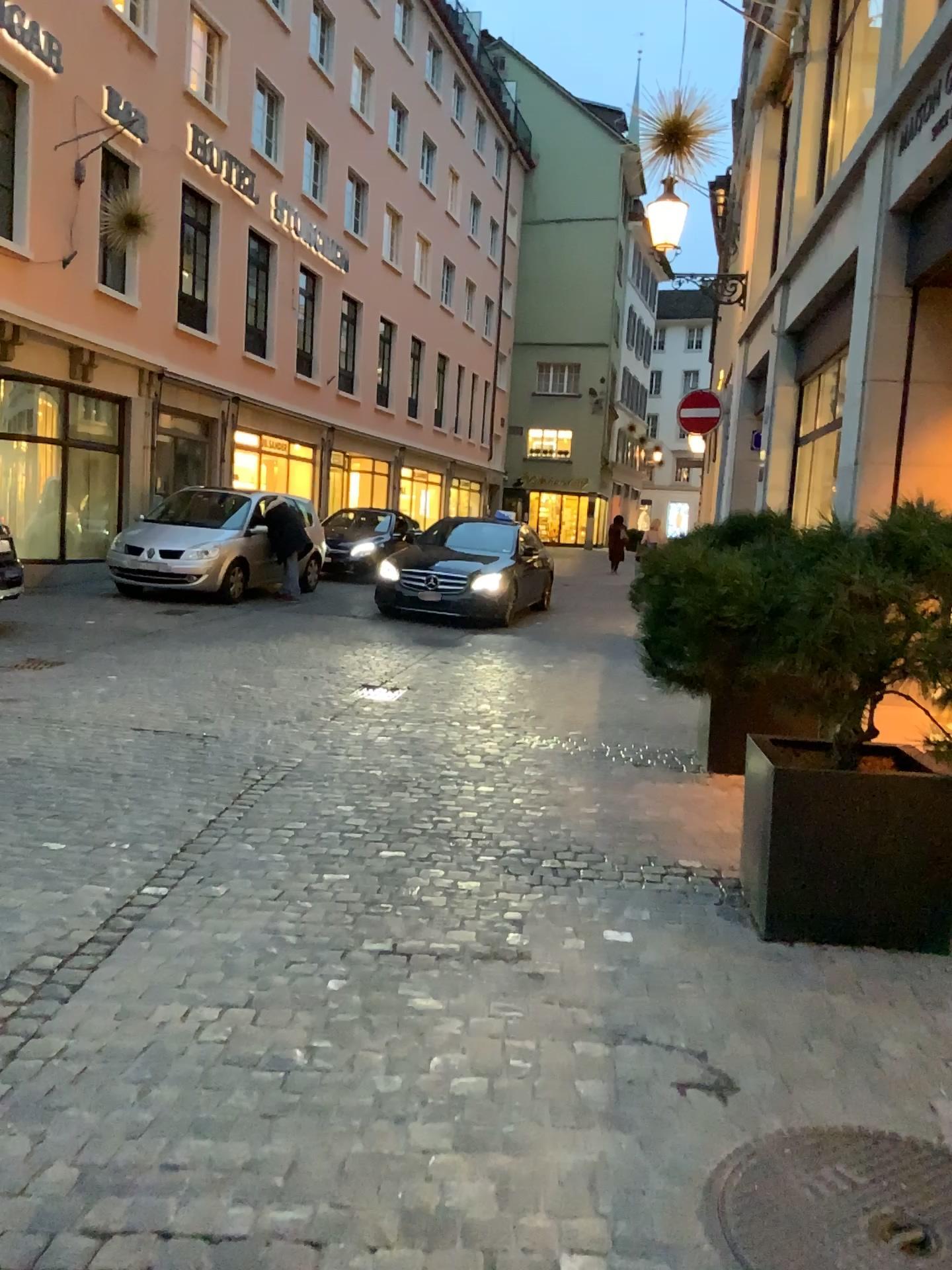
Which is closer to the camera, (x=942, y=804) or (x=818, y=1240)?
(x=818, y=1240)

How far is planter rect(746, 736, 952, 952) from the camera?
3.4m

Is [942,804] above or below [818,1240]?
above

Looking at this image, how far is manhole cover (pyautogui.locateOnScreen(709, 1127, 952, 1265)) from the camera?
2.0m

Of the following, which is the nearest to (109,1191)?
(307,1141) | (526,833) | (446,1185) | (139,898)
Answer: (307,1141)

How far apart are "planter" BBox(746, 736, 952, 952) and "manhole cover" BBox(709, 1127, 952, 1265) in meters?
1.2 m

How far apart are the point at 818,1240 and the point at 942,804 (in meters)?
1.79

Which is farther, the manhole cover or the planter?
the planter
